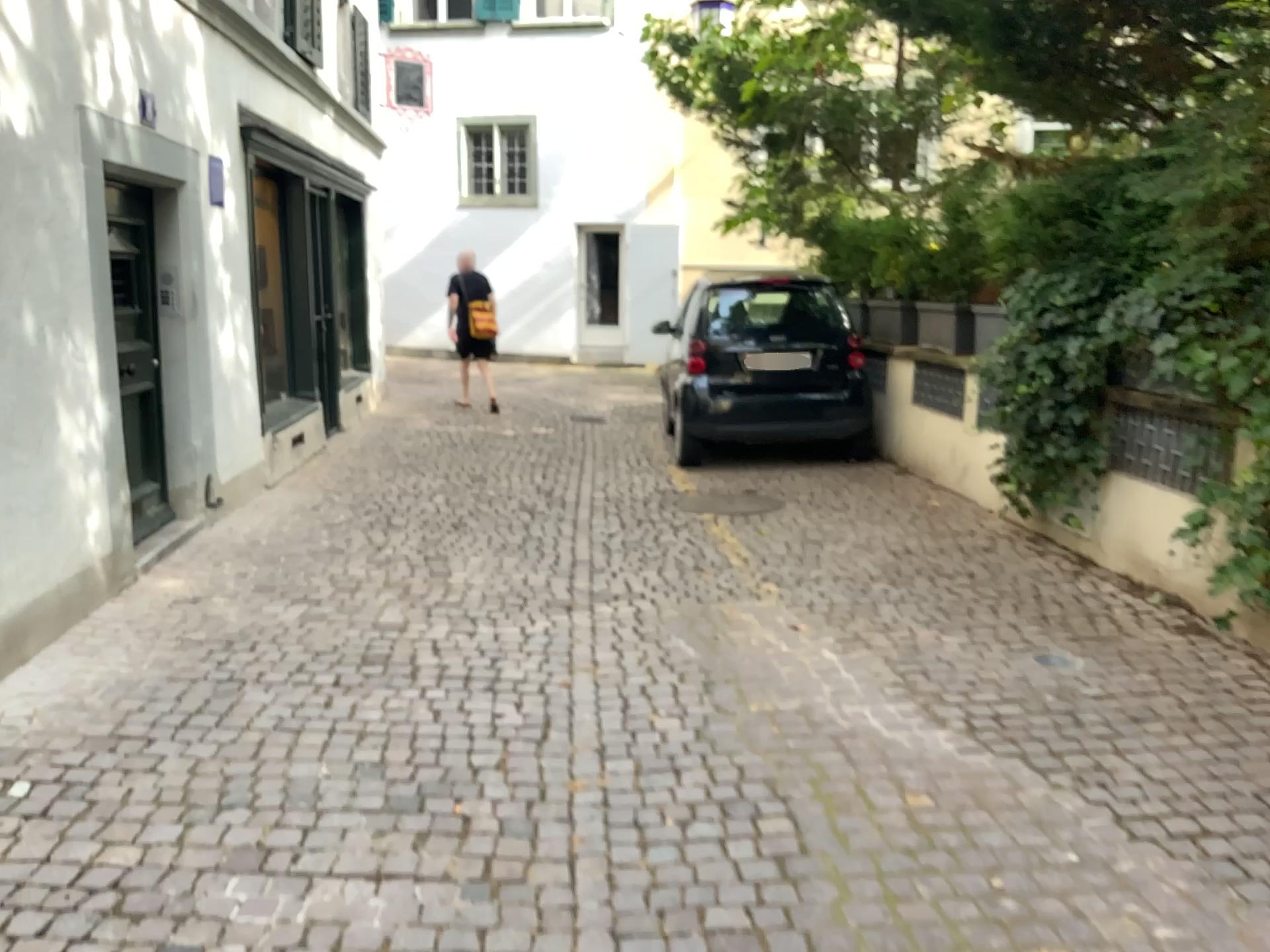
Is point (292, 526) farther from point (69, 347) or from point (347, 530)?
point (69, 347)
